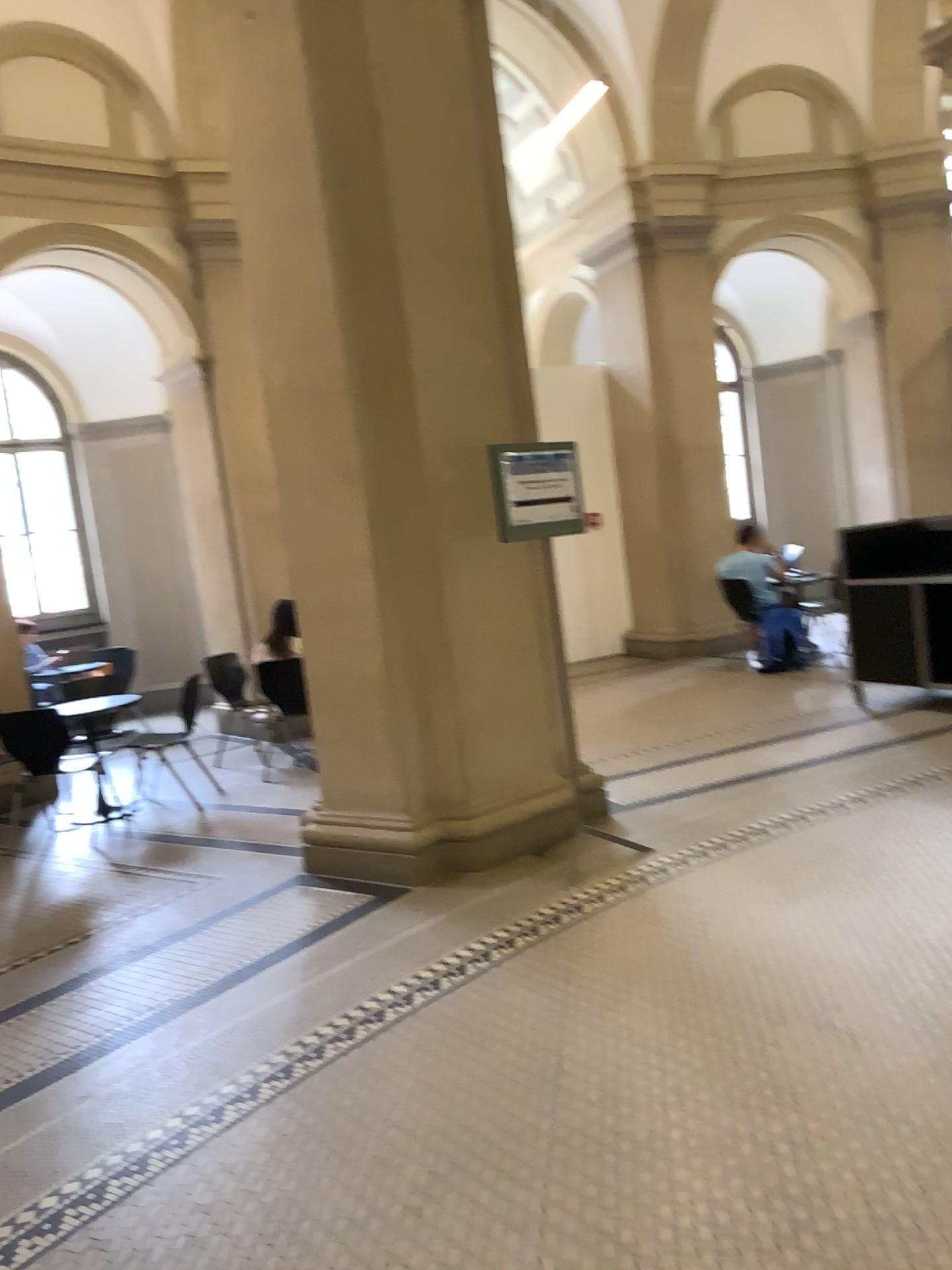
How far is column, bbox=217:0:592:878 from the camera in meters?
4.5

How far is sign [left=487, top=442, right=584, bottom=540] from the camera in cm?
432

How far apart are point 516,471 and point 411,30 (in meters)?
1.97

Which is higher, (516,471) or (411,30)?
(411,30)

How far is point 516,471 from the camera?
4.3m

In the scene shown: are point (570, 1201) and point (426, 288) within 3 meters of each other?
no

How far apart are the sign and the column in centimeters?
26cm
